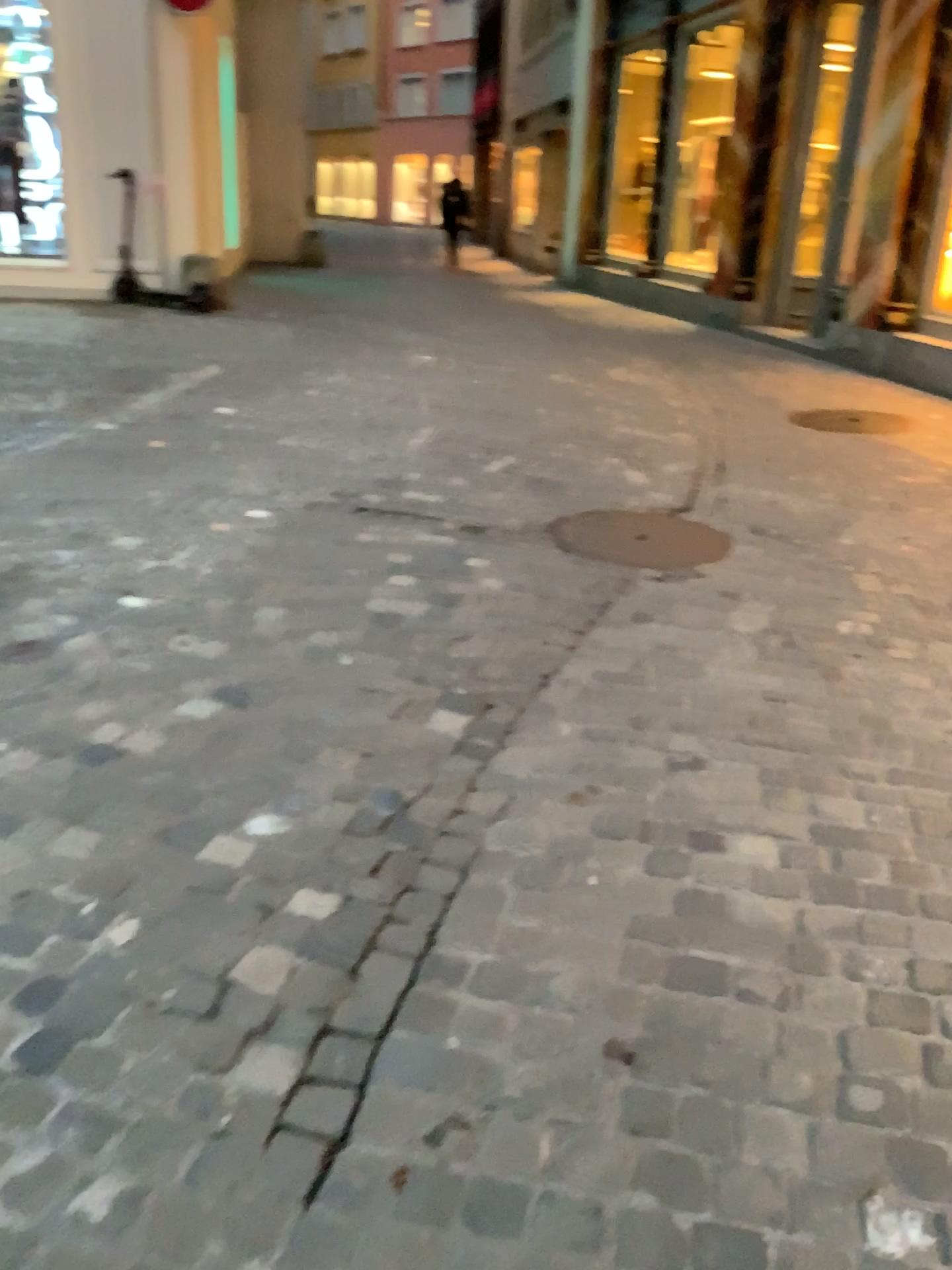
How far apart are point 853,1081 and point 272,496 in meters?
3.4
